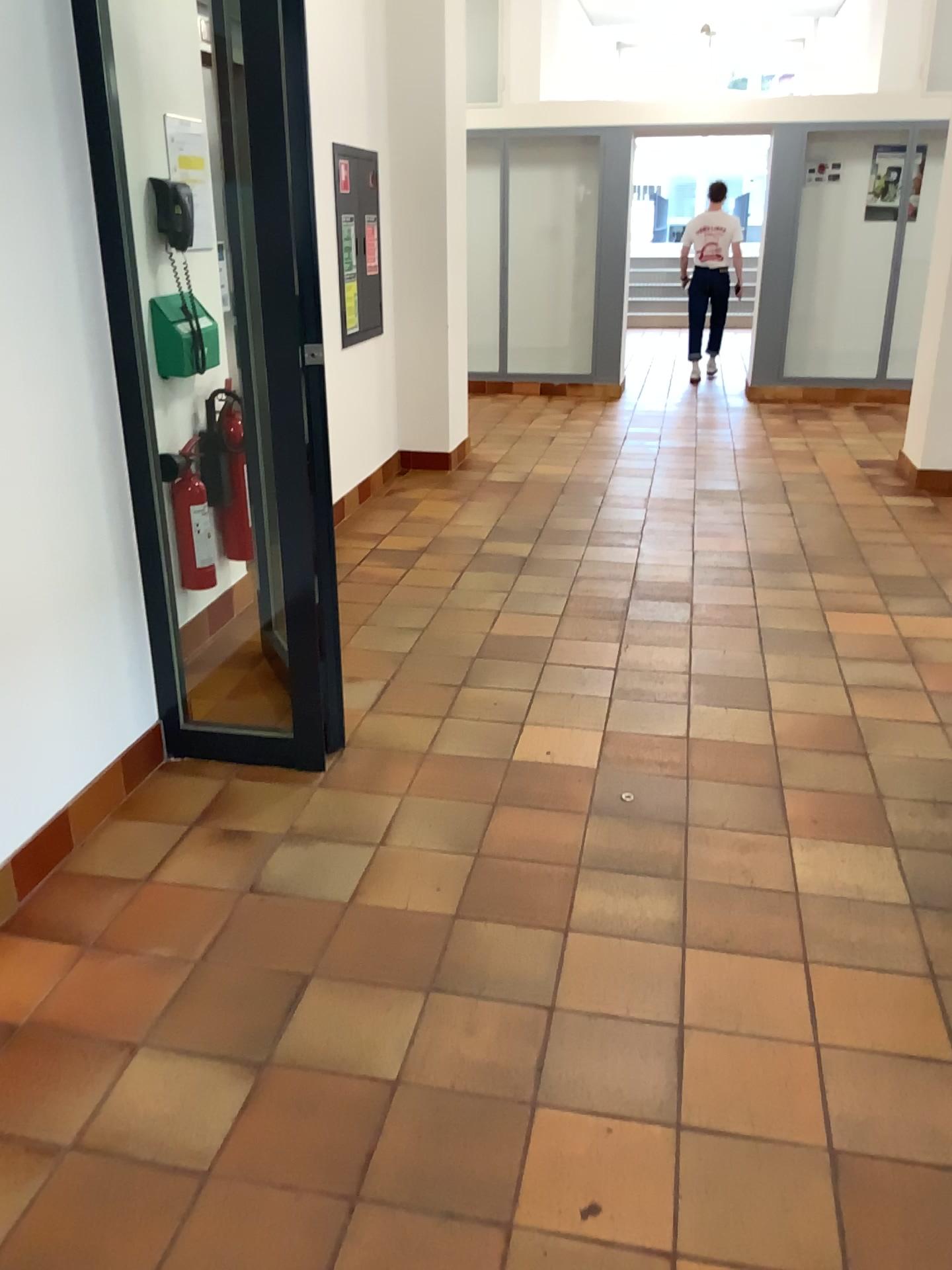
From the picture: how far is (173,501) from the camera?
3.6 meters

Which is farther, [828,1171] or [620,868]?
[620,868]

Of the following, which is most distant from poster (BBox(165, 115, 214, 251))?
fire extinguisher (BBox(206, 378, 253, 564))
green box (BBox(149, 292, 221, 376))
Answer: fire extinguisher (BBox(206, 378, 253, 564))

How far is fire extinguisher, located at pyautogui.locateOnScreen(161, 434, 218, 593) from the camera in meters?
3.6 m

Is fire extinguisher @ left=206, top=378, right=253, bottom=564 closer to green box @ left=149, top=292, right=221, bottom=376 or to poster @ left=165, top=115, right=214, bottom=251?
green box @ left=149, top=292, right=221, bottom=376

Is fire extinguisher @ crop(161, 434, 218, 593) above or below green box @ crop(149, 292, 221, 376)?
below

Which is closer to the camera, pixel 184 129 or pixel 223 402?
pixel 184 129

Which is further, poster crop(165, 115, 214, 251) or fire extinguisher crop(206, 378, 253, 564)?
fire extinguisher crop(206, 378, 253, 564)

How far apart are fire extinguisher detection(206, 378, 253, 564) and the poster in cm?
51

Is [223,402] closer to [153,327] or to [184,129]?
[153,327]
